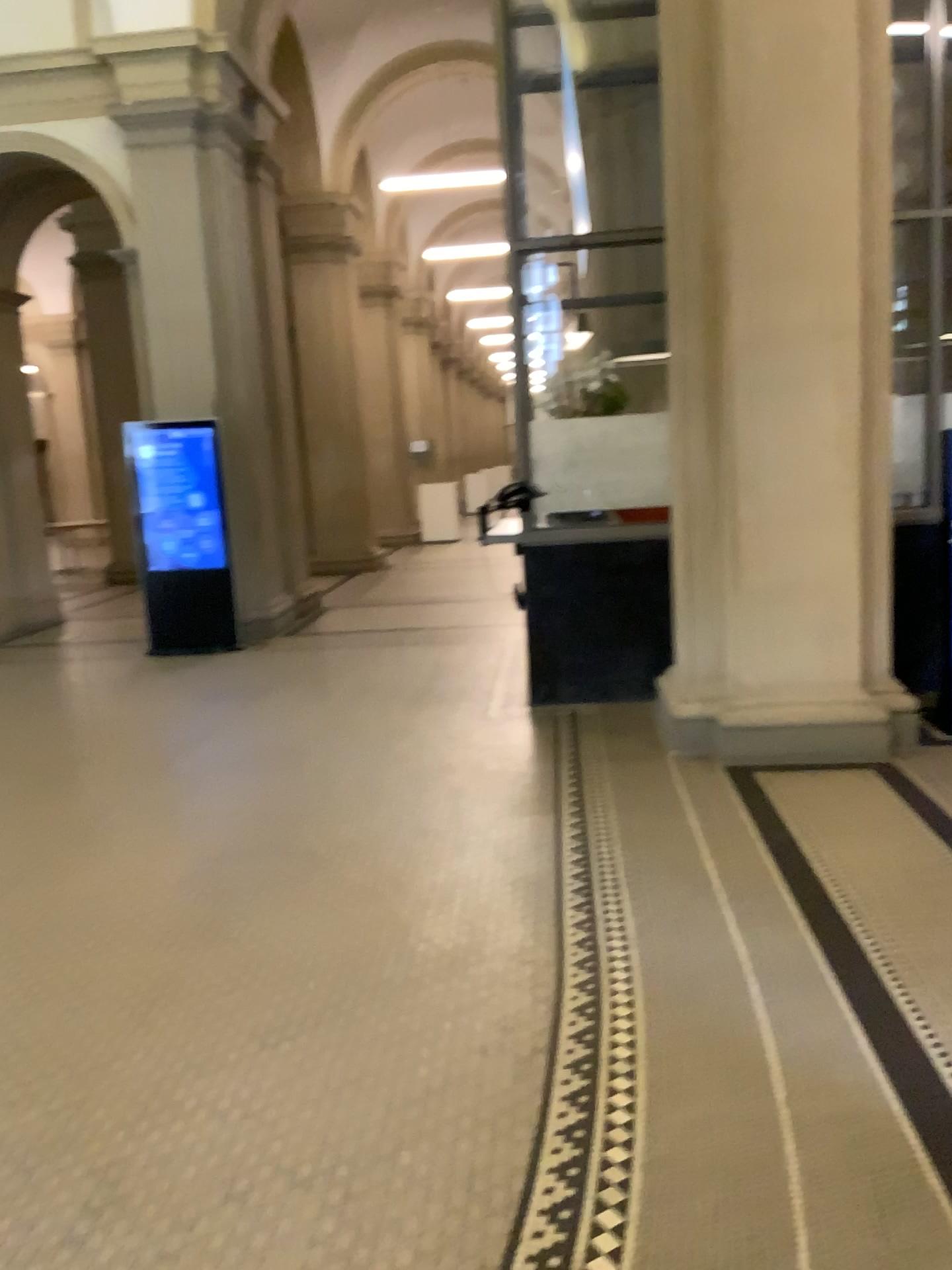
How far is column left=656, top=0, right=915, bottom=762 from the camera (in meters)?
4.43

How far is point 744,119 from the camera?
4.4 meters

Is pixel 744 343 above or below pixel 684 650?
above
